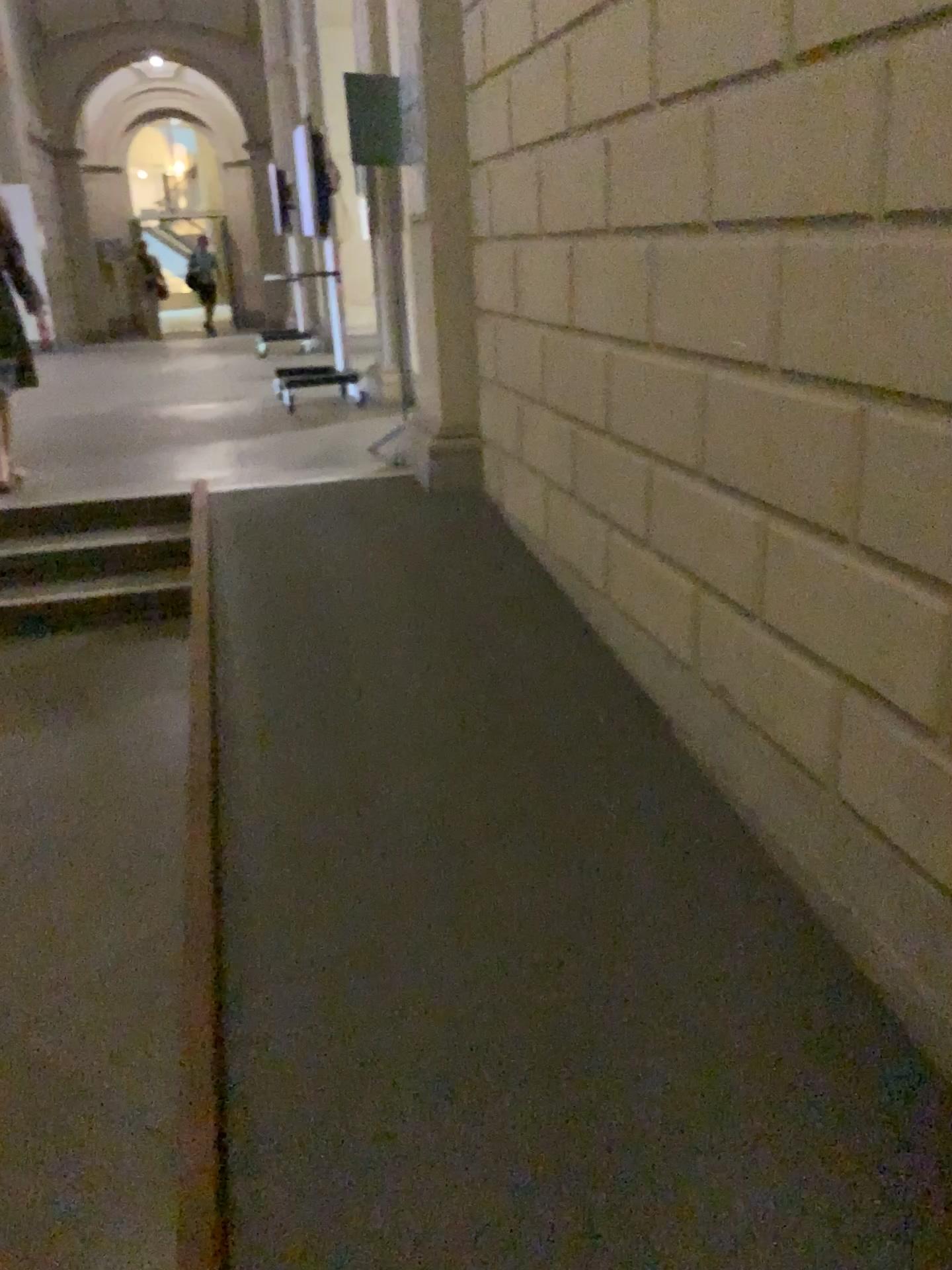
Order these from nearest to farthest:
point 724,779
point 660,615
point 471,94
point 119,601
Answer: point 724,779 < point 660,615 < point 471,94 < point 119,601
